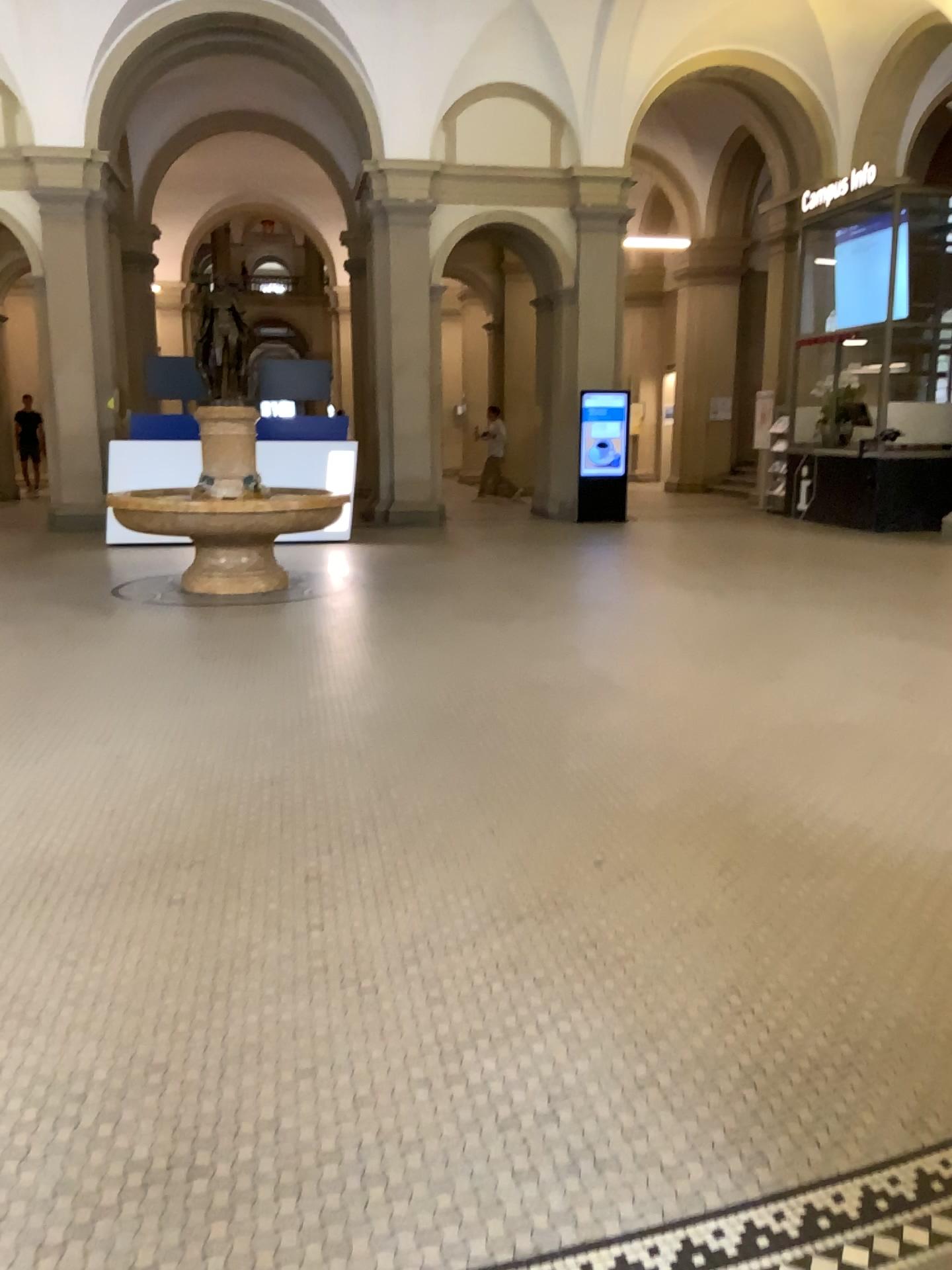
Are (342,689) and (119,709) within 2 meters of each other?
yes
